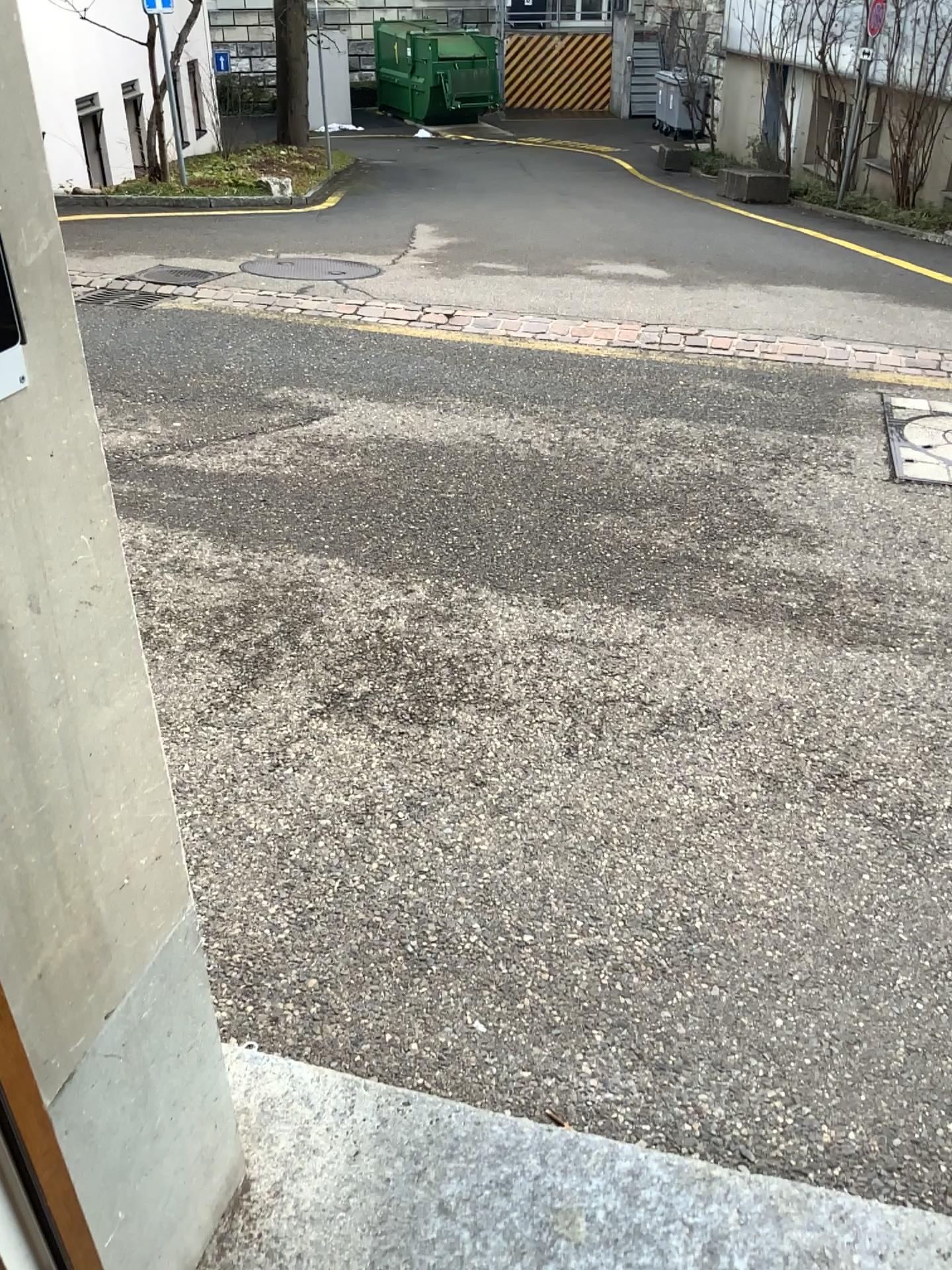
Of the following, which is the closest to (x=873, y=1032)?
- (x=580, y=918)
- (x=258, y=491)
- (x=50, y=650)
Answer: (x=580, y=918)
